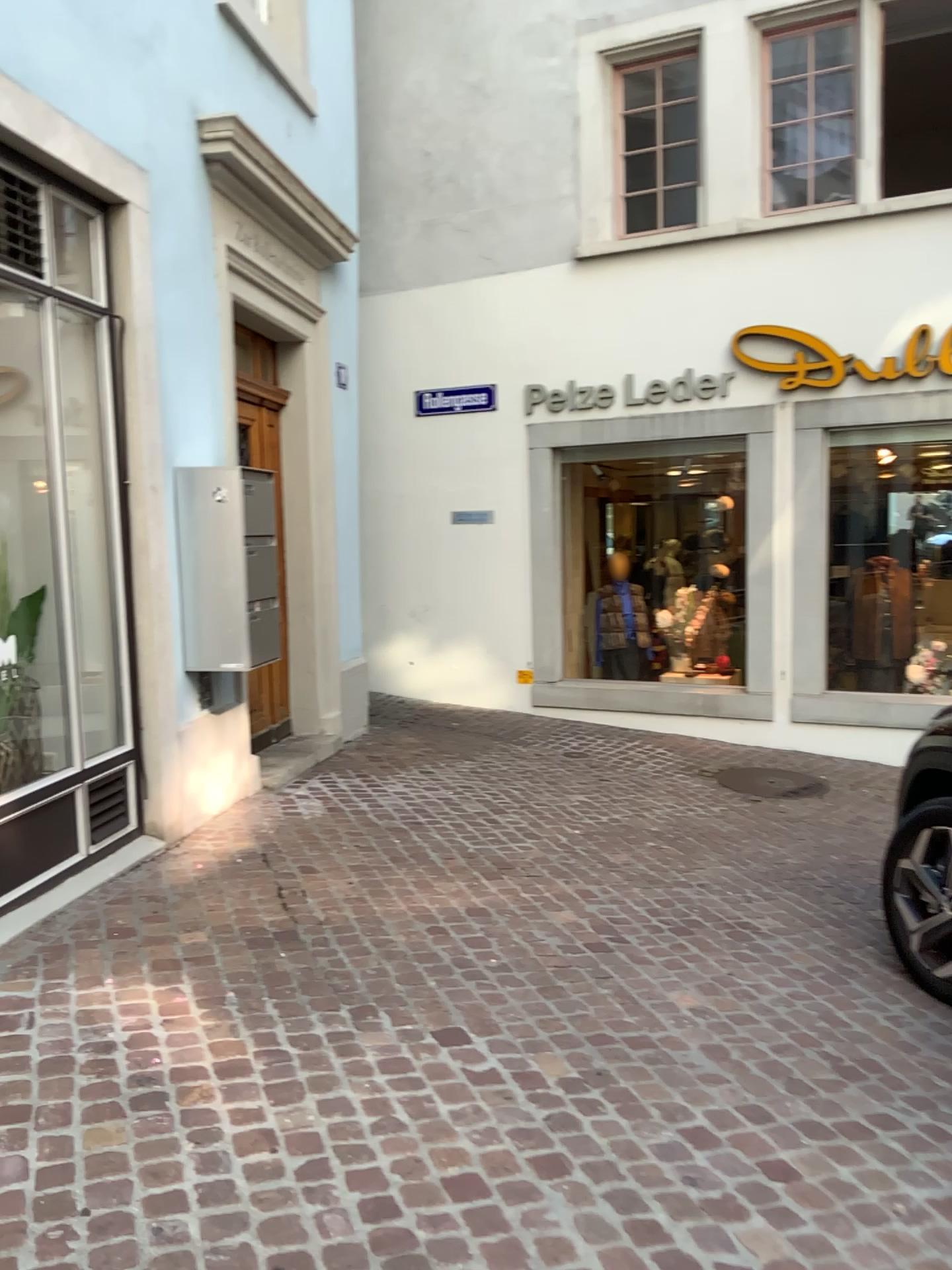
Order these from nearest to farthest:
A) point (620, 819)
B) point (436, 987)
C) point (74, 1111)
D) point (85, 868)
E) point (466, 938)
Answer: point (74, 1111) → point (436, 987) → point (466, 938) → point (85, 868) → point (620, 819)

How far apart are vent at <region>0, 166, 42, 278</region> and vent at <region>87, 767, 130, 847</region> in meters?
2.0

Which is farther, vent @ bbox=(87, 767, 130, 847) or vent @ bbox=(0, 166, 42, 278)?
vent @ bbox=(87, 767, 130, 847)

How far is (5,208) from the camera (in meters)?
3.67

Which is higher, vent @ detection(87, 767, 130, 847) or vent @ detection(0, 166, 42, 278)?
vent @ detection(0, 166, 42, 278)

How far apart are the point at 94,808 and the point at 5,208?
2.3 meters

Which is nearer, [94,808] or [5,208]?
[5,208]

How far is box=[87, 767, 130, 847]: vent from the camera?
4.2 meters

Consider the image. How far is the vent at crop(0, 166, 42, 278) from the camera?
3.67m
